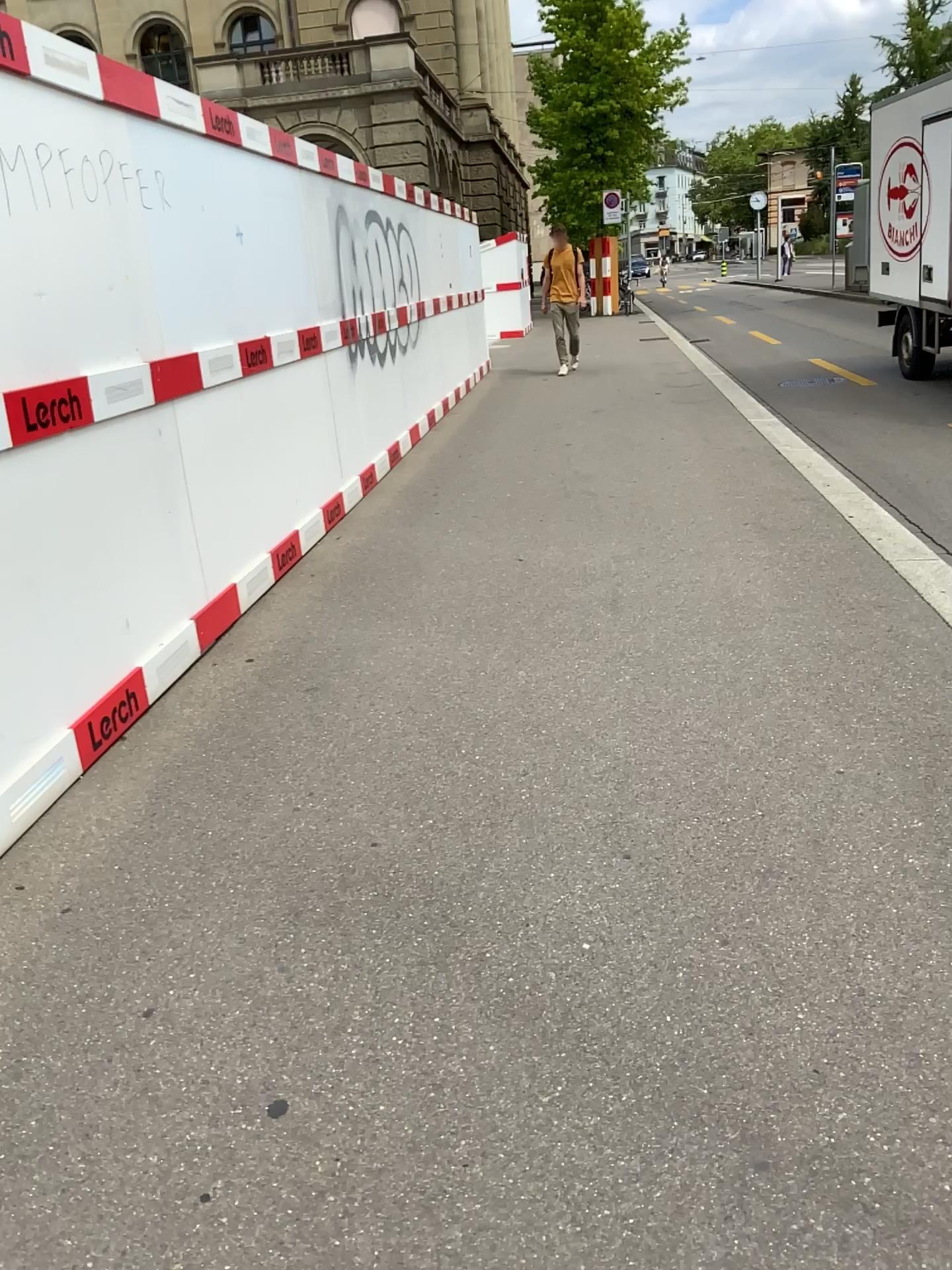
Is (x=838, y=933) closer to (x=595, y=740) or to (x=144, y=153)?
(x=595, y=740)
